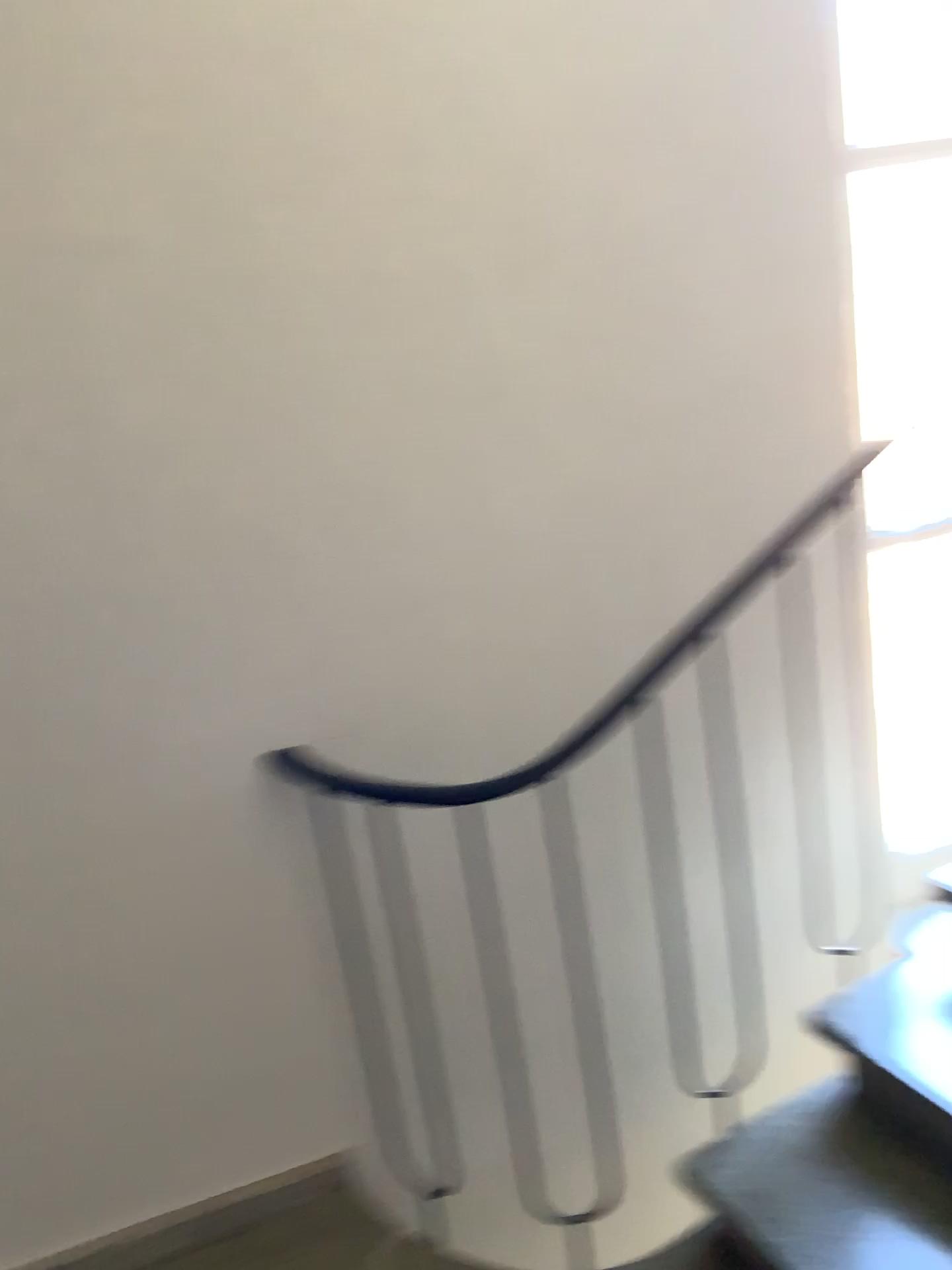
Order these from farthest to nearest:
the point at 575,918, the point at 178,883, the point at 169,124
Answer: the point at 575,918, the point at 178,883, the point at 169,124

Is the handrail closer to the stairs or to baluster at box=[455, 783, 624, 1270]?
baluster at box=[455, 783, 624, 1270]

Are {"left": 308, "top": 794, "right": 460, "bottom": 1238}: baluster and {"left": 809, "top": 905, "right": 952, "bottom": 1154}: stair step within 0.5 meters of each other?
no

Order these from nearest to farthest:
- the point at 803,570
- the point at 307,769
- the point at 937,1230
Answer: the point at 937,1230 < the point at 307,769 < the point at 803,570

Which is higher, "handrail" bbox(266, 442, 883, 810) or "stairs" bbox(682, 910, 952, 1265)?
"handrail" bbox(266, 442, 883, 810)

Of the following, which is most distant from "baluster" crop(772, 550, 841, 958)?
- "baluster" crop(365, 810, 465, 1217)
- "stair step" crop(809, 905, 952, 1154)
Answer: "baluster" crop(365, 810, 465, 1217)

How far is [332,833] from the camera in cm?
197

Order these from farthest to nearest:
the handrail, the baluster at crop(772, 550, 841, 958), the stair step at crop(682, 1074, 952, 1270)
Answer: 1. the baluster at crop(772, 550, 841, 958)
2. the handrail
3. the stair step at crop(682, 1074, 952, 1270)

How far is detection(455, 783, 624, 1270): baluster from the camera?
2.1 meters

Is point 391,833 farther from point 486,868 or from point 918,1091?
point 918,1091
